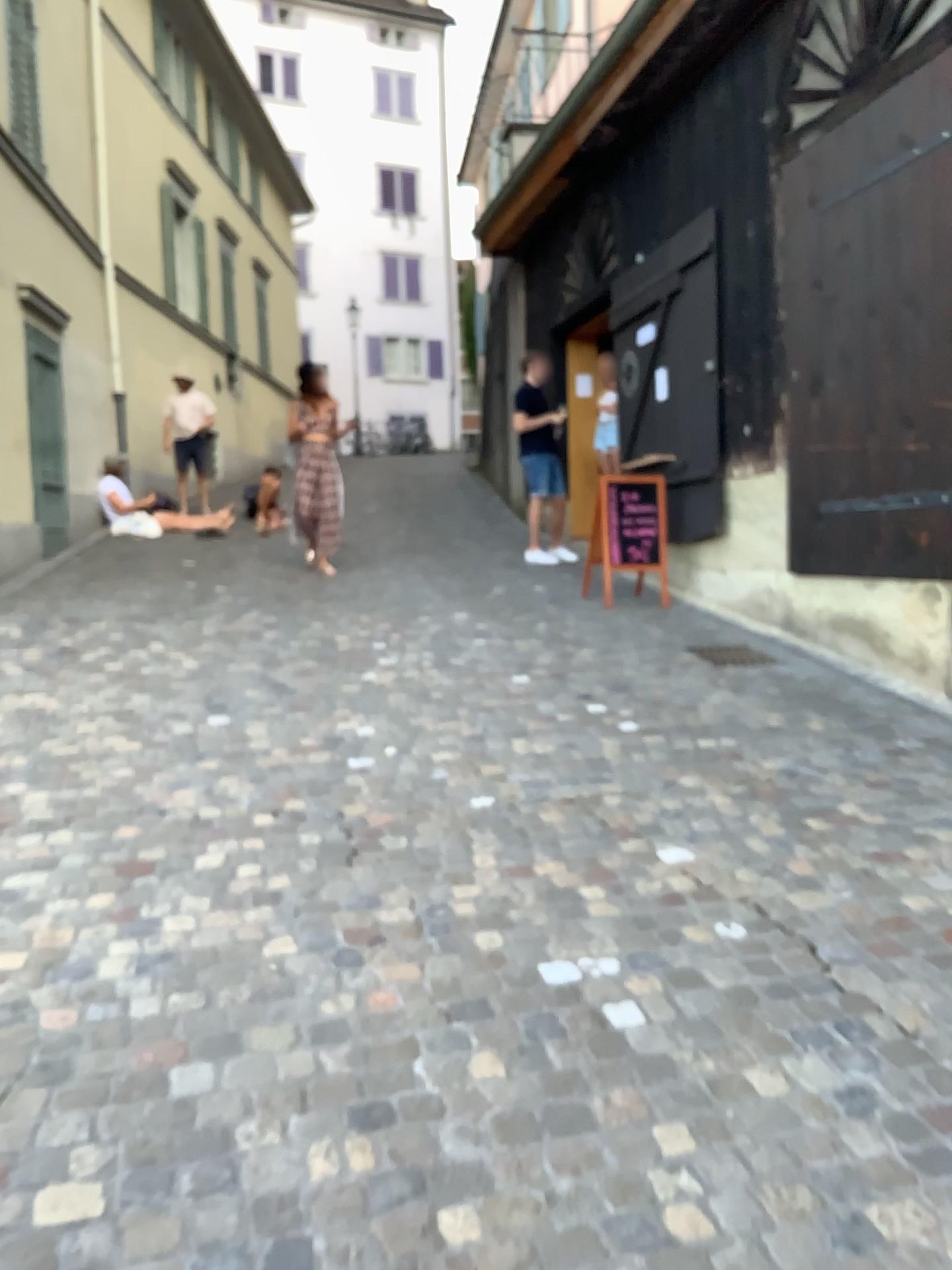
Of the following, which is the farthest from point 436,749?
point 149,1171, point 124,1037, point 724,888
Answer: point 149,1171
